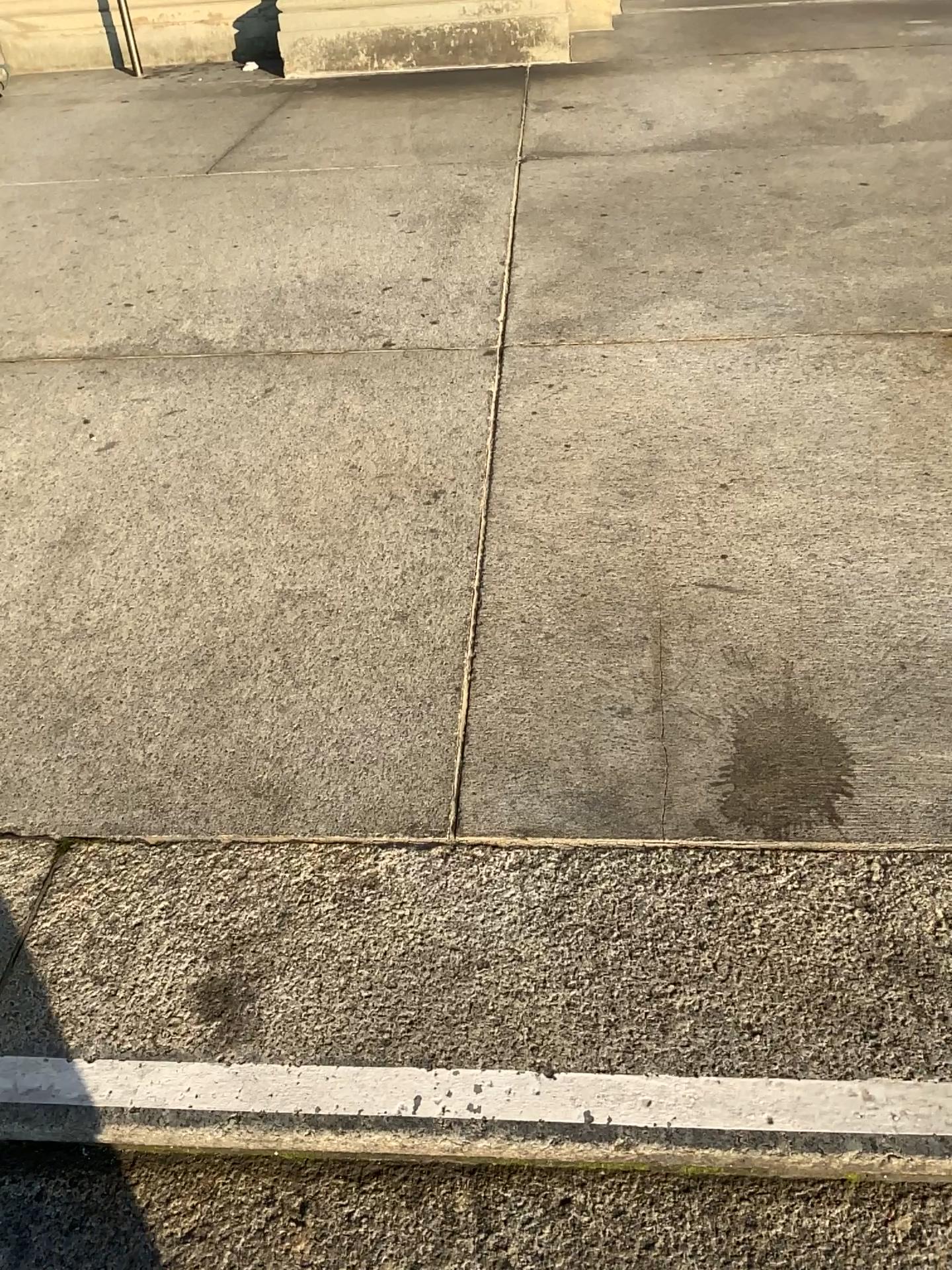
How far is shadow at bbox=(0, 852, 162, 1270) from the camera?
1.0m

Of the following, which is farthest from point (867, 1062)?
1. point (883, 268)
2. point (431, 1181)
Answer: point (883, 268)

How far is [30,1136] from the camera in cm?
105
